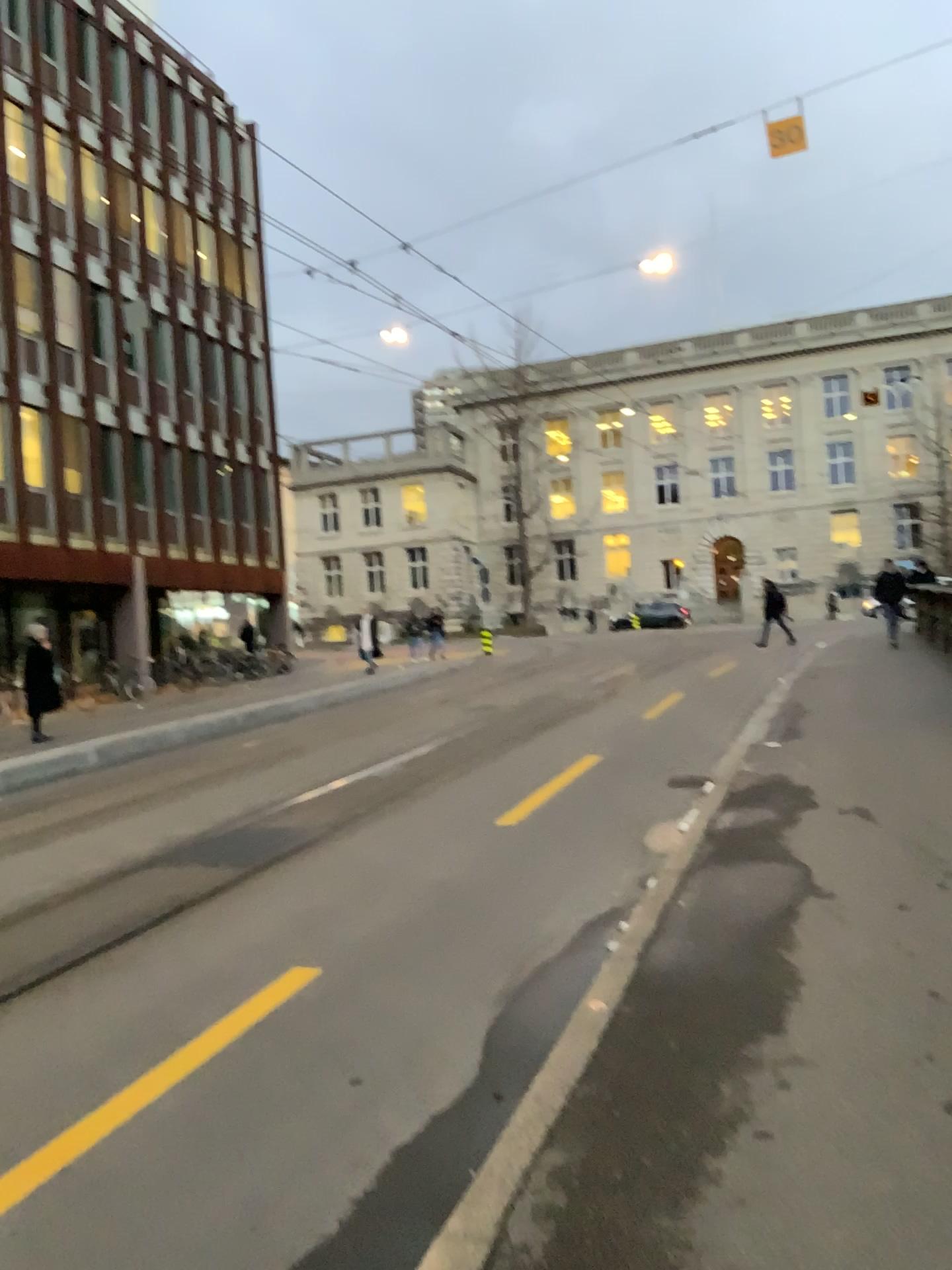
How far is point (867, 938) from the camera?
4.4m
